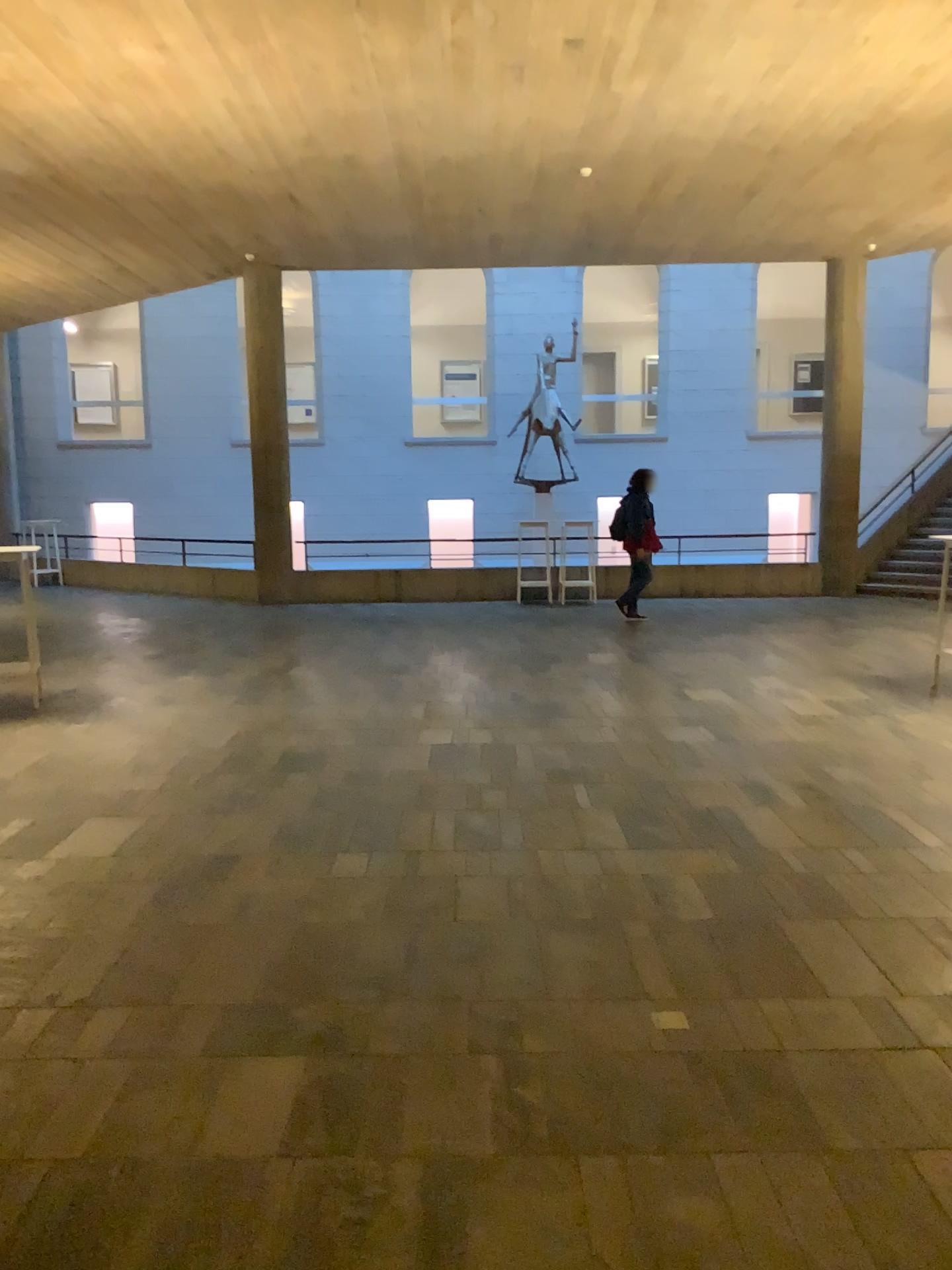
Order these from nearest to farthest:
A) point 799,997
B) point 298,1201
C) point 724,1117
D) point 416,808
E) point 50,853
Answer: point 298,1201 < point 724,1117 < point 799,997 < point 50,853 < point 416,808
